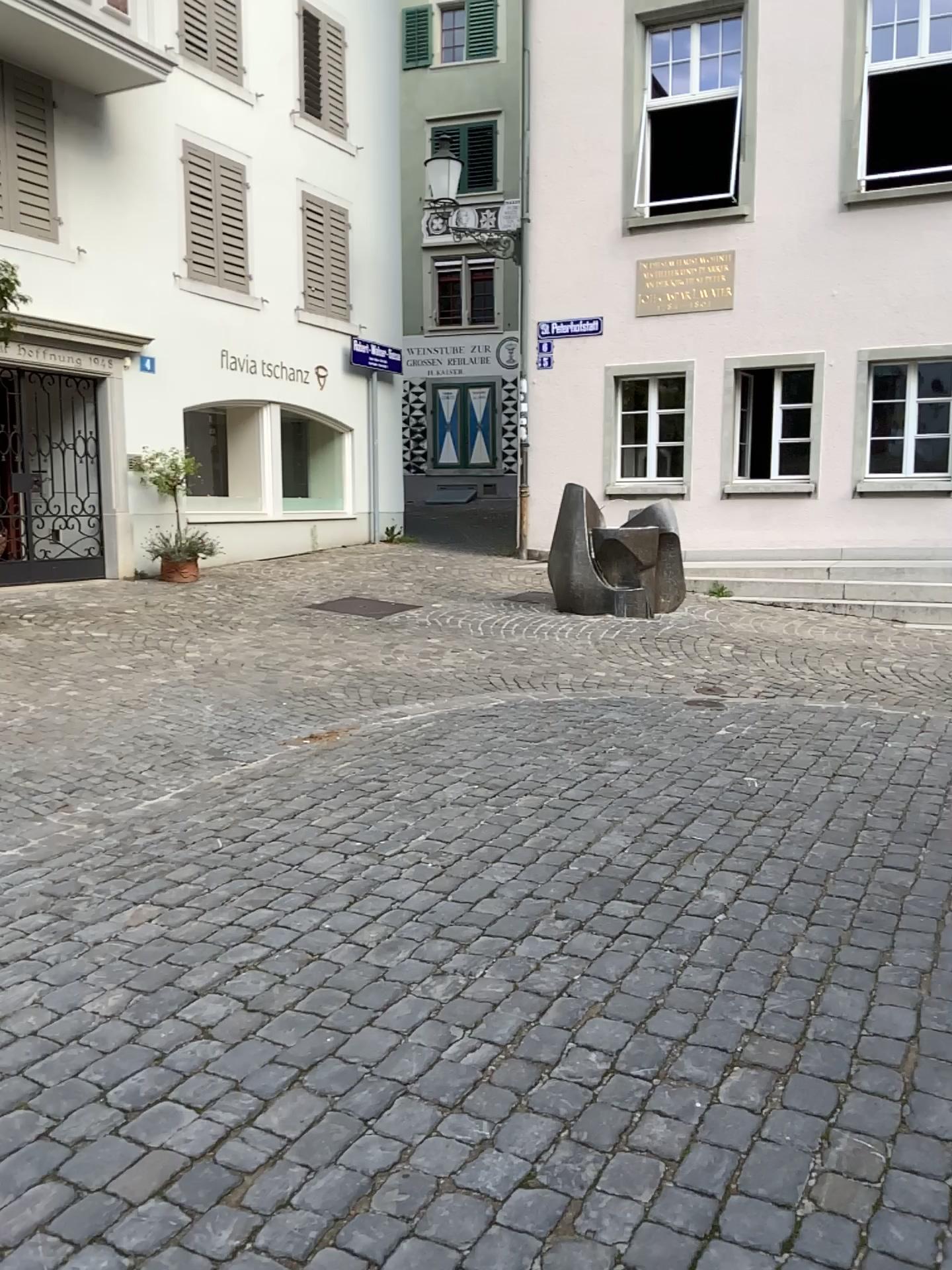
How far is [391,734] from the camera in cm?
566
